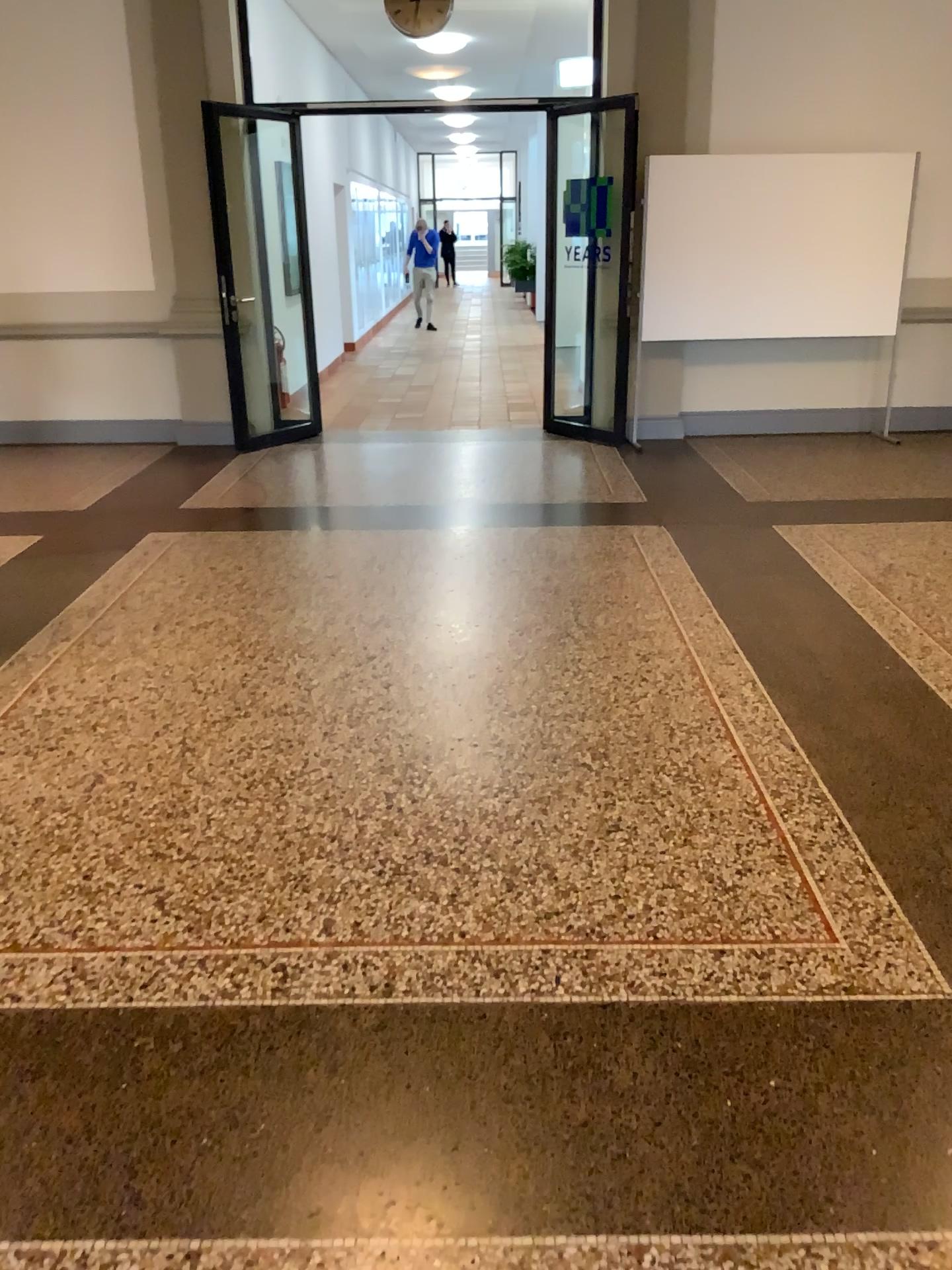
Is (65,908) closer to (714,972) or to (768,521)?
(714,972)
